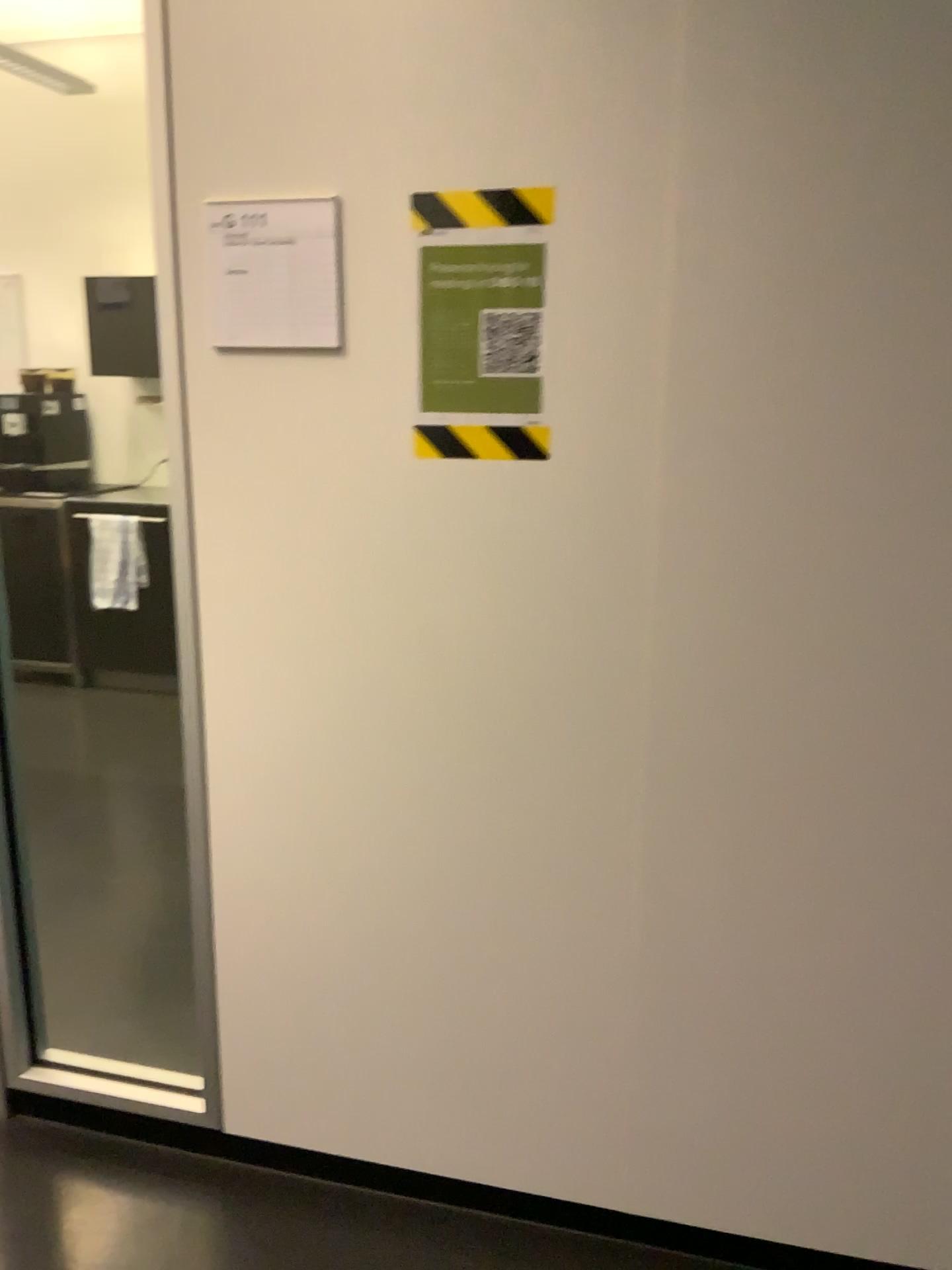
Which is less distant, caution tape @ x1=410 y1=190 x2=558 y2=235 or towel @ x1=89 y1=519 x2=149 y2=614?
caution tape @ x1=410 y1=190 x2=558 y2=235

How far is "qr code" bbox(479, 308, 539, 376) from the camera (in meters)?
1.52

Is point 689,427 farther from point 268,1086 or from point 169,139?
point 268,1086

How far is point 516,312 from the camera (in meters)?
1.52

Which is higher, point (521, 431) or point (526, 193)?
point (526, 193)

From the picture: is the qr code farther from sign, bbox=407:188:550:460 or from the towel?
the towel

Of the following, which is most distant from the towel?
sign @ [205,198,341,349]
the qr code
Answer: the qr code

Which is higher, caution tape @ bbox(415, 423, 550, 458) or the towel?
caution tape @ bbox(415, 423, 550, 458)

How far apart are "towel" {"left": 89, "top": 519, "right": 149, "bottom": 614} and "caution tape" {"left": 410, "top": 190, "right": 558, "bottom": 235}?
3.57m

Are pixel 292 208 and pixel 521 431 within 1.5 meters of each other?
yes
